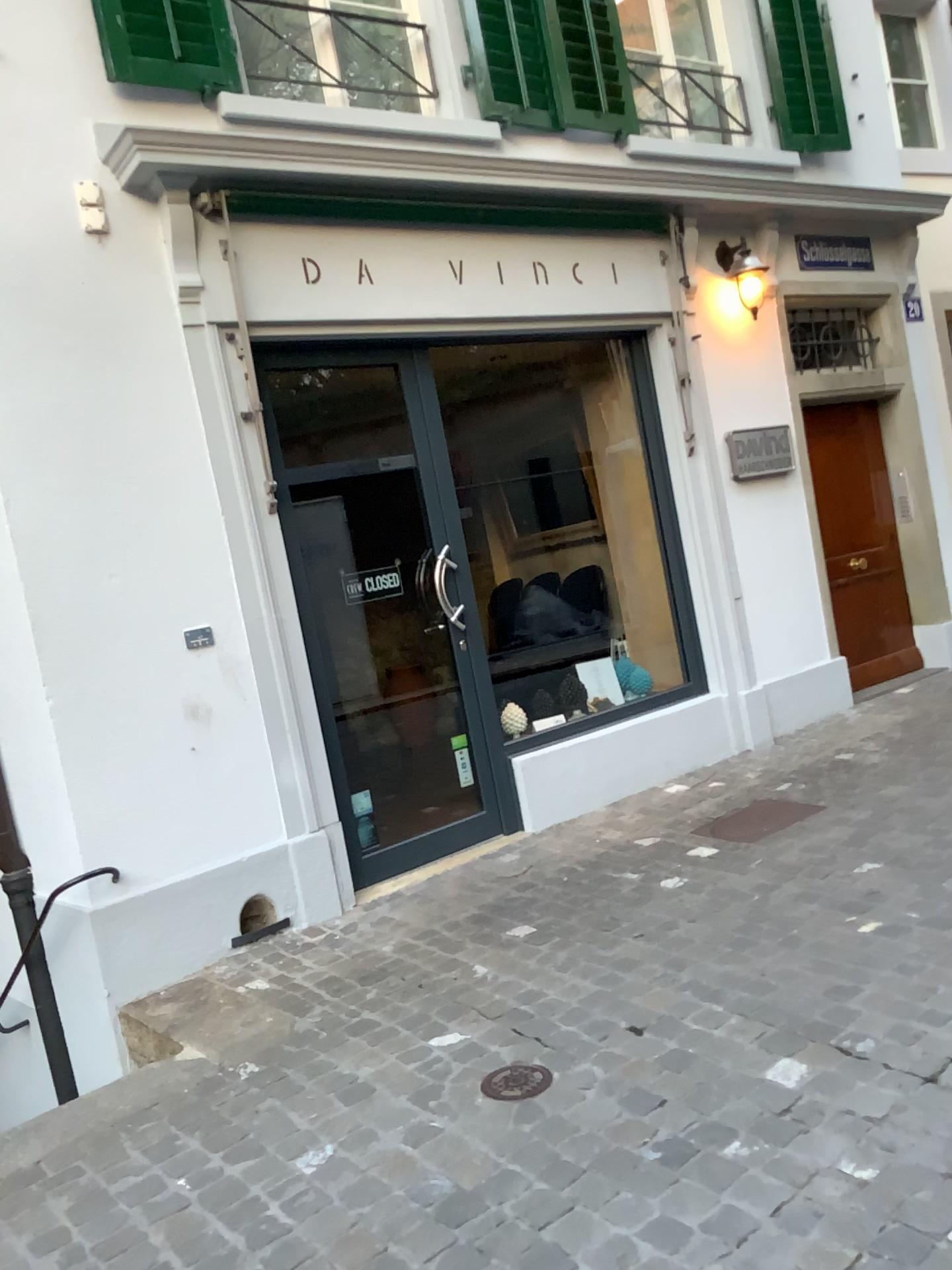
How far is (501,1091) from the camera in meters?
2.7

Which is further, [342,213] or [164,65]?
[342,213]

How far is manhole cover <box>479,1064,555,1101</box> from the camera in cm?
268

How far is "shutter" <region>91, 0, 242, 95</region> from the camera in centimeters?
402cm

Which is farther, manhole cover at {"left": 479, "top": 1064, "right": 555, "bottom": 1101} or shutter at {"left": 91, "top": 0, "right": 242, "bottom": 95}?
shutter at {"left": 91, "top": 0, "right": 242, "bottom": 95}

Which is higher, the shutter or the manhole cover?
the shutter

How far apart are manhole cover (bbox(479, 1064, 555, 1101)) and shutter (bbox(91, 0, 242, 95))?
3.78m

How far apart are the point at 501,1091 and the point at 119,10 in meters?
4.0

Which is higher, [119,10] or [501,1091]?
[119,10]
